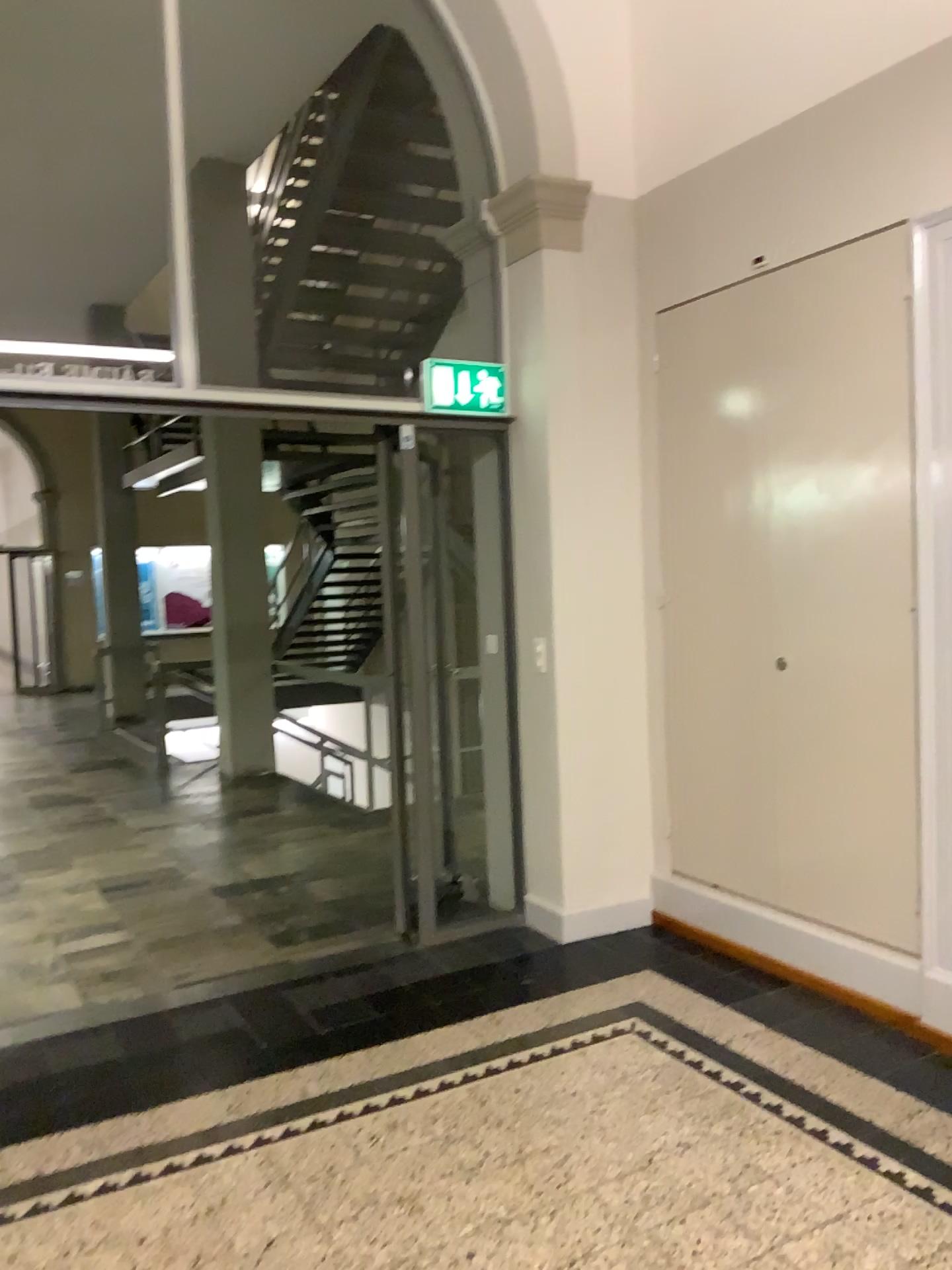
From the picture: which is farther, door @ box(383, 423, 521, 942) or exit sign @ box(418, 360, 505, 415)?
door @ box(383, 423, 521, 942)

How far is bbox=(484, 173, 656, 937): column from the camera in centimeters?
417cm

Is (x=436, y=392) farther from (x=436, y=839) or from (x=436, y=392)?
(x=436, y=839)

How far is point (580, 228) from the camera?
4.2 meters

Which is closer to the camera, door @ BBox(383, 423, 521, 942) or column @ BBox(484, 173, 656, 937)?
column @ BBox(484, 173, 656, 937)

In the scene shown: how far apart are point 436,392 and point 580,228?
0.86m

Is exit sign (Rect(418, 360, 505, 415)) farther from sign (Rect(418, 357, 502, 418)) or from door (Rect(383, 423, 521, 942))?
door (Rect(383, 423, 521, 942))

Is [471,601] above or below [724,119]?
below

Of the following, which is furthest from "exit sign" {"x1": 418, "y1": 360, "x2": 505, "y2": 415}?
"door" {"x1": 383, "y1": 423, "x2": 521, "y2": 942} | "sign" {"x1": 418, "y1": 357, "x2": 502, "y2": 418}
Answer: "door" {"x1": 383, "y1": 423, "x2": 521, "y2": 942}

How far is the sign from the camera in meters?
4.2
